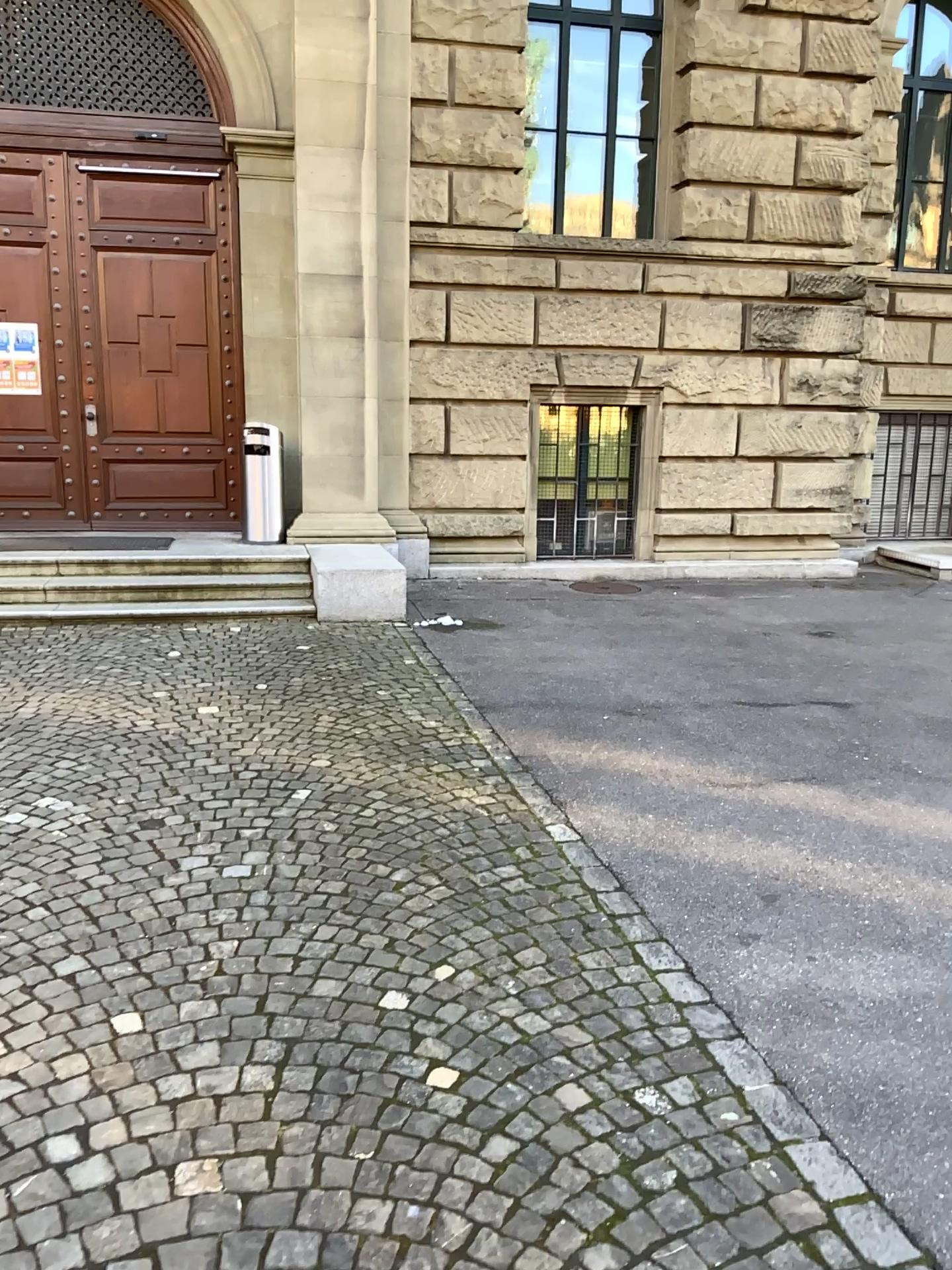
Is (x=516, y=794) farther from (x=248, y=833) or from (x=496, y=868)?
(x=248, y=833)
